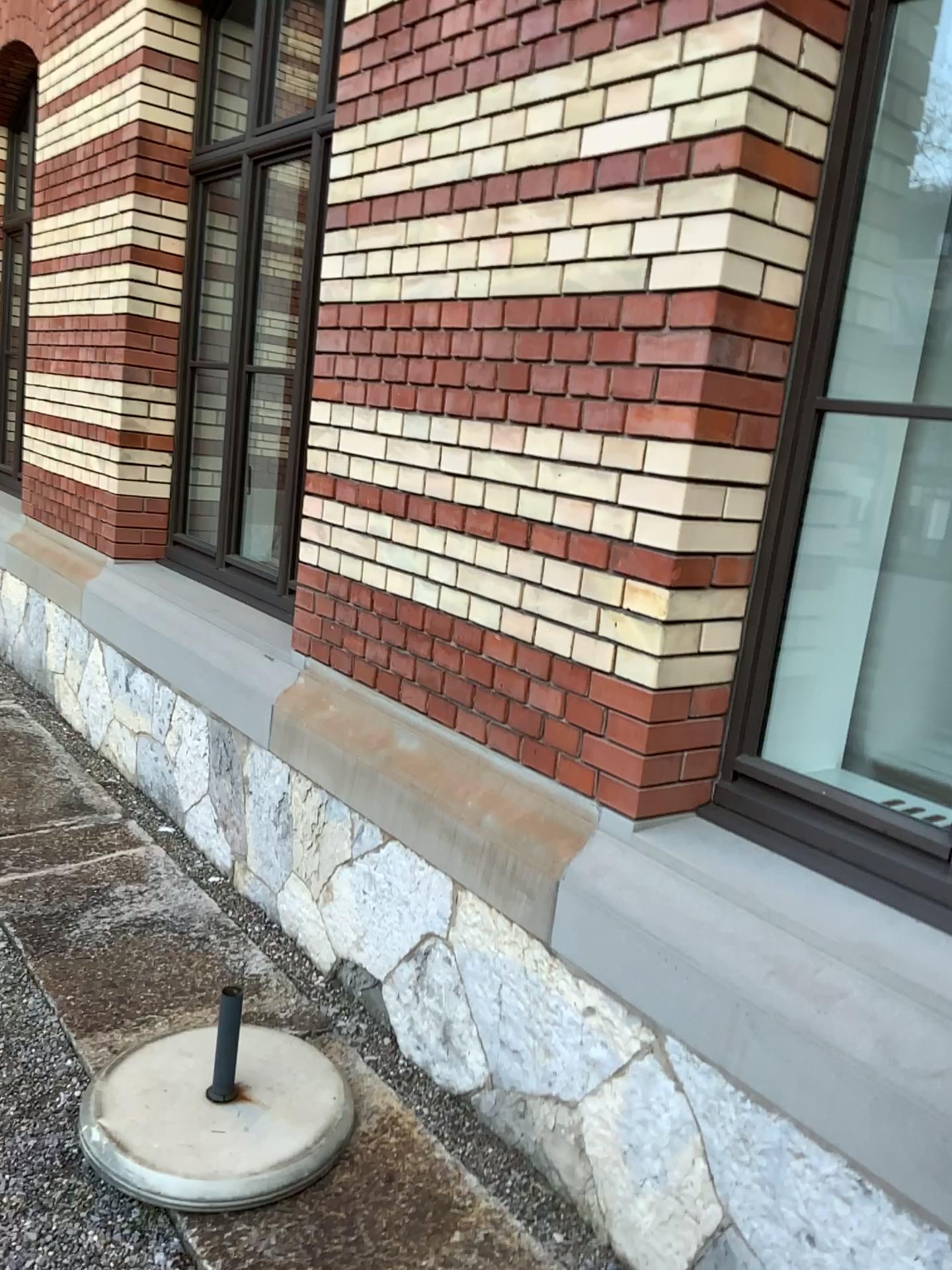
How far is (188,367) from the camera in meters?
4.7

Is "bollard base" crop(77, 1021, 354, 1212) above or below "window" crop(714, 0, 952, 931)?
below

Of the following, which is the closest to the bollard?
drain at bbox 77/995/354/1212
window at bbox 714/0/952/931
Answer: drain at bbox 77/995/354/1212

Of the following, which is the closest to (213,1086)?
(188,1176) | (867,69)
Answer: (188,1176)

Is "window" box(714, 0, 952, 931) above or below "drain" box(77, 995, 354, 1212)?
above

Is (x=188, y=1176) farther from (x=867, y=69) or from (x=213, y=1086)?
(x=867, y=69)

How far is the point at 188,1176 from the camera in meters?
2.1

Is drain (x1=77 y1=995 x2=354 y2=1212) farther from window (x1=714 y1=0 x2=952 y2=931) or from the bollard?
window (x1=714 y1=0 x2=952 y2=931)

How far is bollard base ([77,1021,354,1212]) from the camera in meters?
2.1 m
